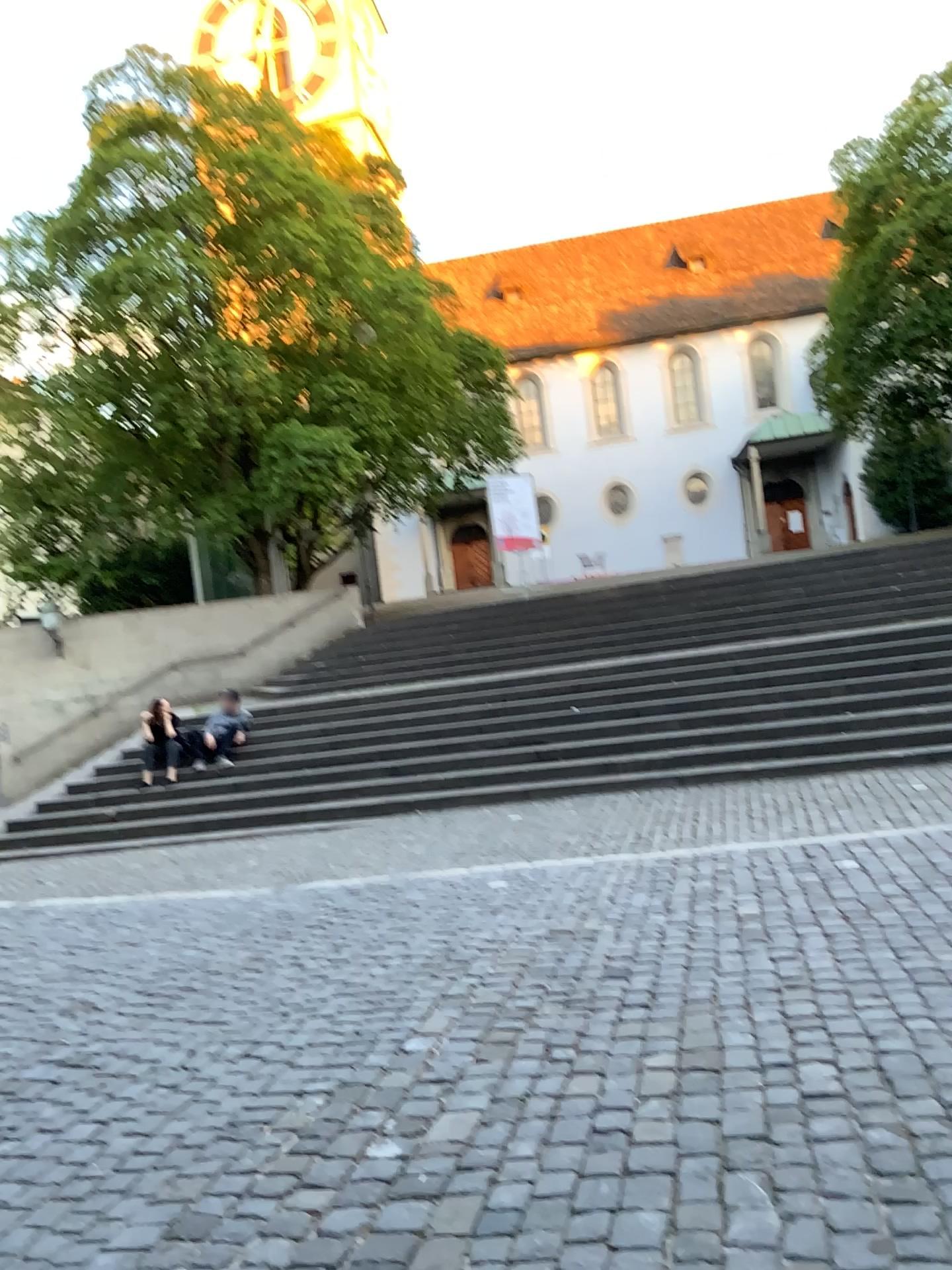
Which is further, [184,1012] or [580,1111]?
[184,1012]
